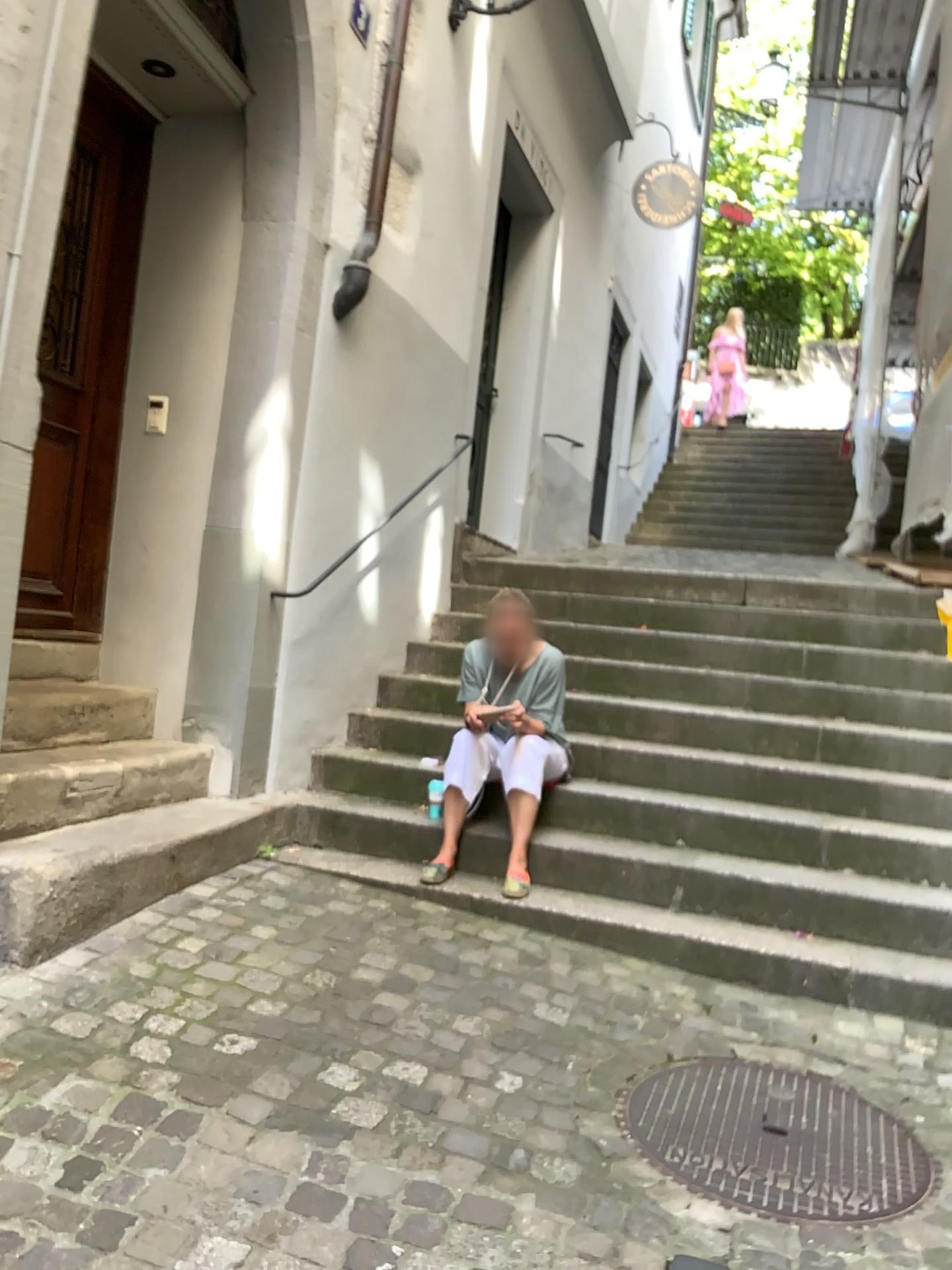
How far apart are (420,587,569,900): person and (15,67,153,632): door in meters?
1.5

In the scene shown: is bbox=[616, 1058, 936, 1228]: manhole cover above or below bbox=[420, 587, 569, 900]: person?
below

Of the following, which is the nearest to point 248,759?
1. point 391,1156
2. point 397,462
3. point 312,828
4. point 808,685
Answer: point 312,828

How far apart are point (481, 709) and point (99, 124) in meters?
2.7

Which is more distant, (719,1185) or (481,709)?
(481,709)

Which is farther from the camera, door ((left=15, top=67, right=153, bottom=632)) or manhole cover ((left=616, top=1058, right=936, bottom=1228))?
door ((left=15, top=67, right=153, bottom=632))

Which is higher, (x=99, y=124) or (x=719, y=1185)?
(x=99, y=124)

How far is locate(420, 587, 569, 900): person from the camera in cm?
392

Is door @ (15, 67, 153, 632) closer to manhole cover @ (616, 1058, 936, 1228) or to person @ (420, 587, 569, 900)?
person @ (420, 587, 569, 900)

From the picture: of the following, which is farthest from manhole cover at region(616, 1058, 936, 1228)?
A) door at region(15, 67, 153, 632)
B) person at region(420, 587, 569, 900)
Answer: door at region(15, 67, 153, 632)
